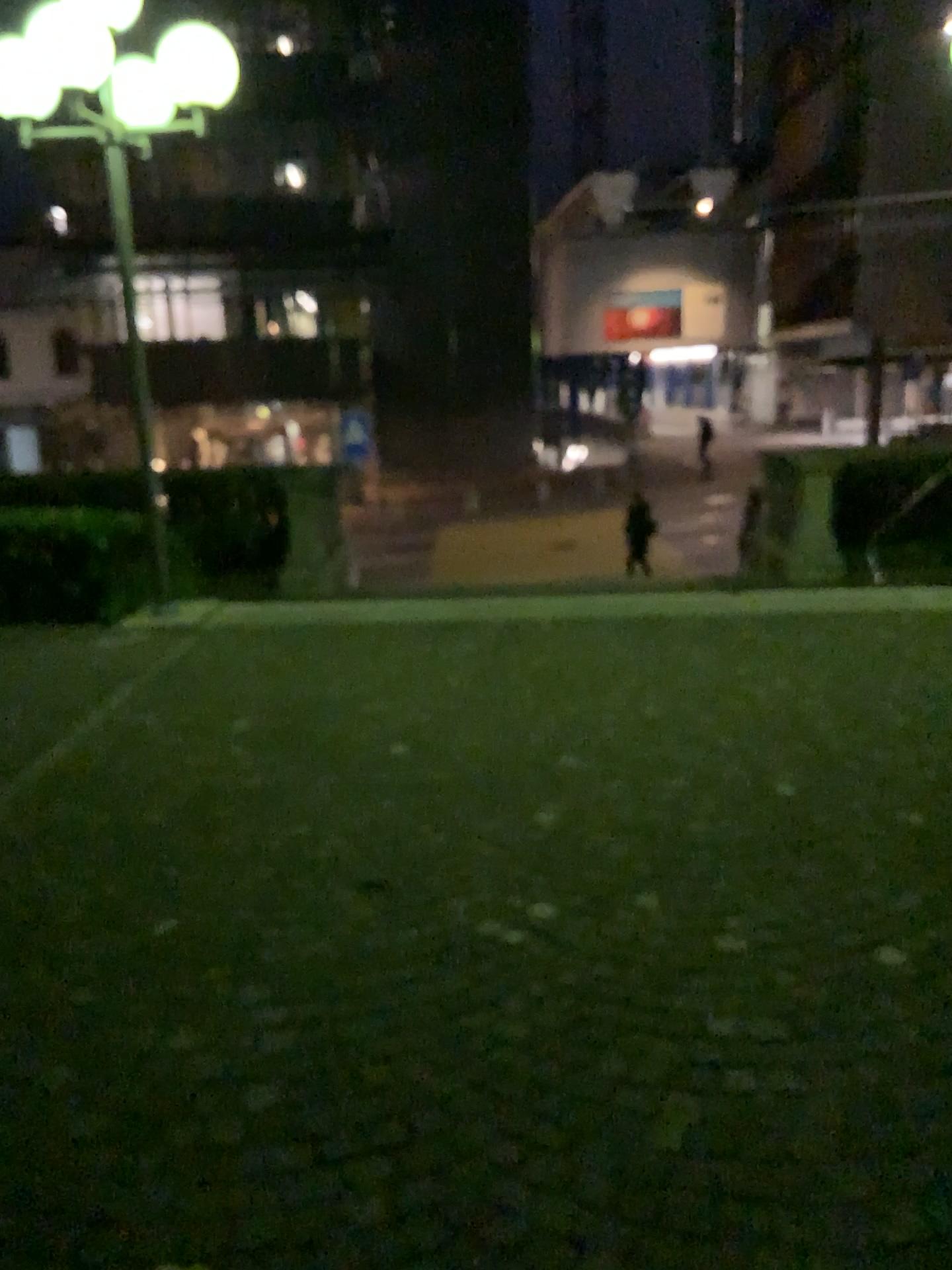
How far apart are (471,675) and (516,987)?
3.3 meters
